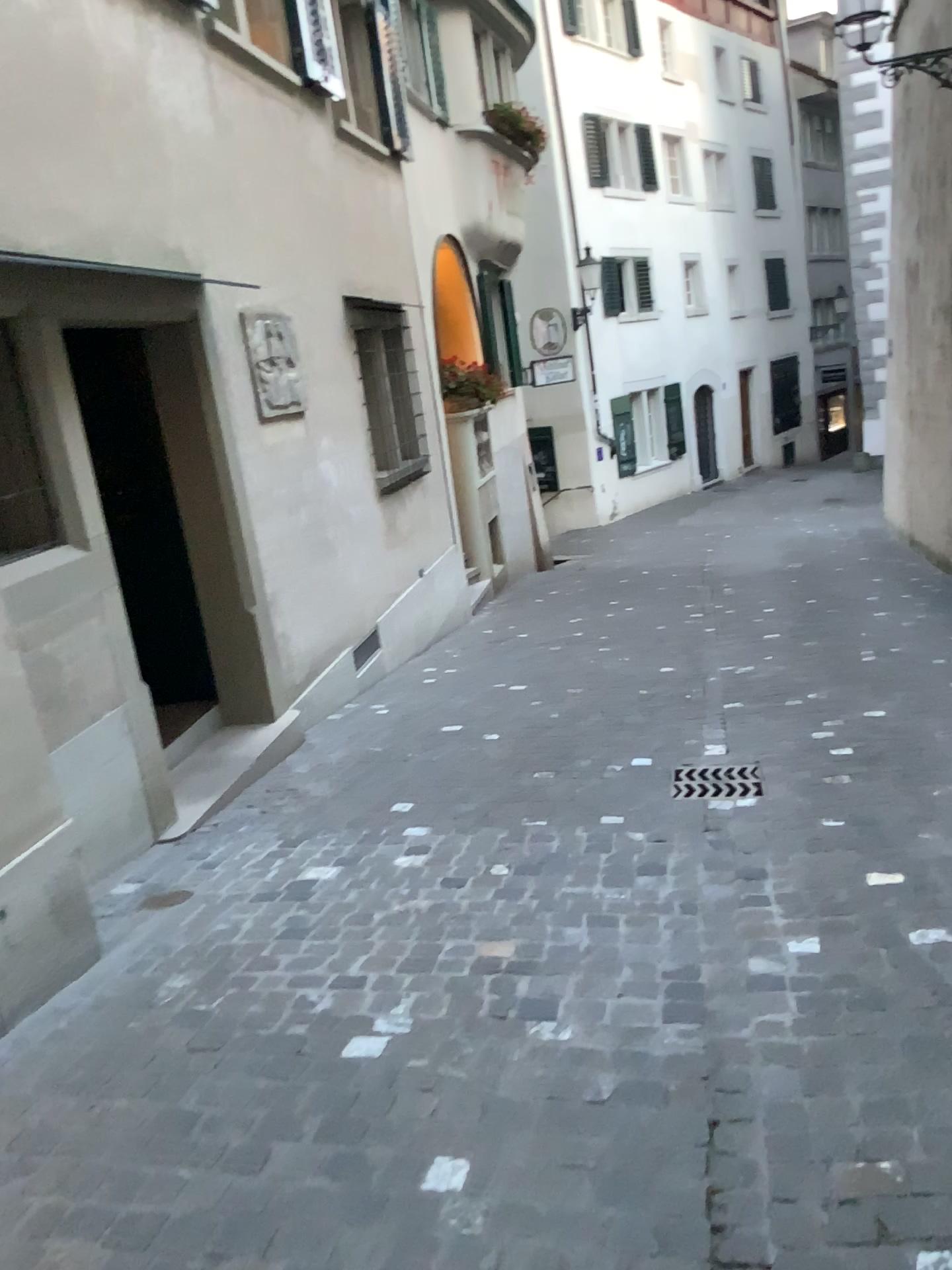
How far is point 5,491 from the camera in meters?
3.8 m

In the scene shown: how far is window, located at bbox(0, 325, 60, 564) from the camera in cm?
380

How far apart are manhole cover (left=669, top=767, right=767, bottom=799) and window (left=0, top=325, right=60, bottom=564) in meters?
2.7

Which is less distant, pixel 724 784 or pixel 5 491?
pixel 5 491

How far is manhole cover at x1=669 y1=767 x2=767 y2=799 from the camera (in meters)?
4.32

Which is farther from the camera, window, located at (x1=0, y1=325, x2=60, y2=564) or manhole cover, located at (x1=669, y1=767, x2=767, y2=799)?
manhole cover, located at (x1=669, y1=767, x2=767, y2=799)

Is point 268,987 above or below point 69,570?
below

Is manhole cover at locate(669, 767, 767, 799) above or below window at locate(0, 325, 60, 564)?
below

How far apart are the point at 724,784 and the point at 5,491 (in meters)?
3.00
